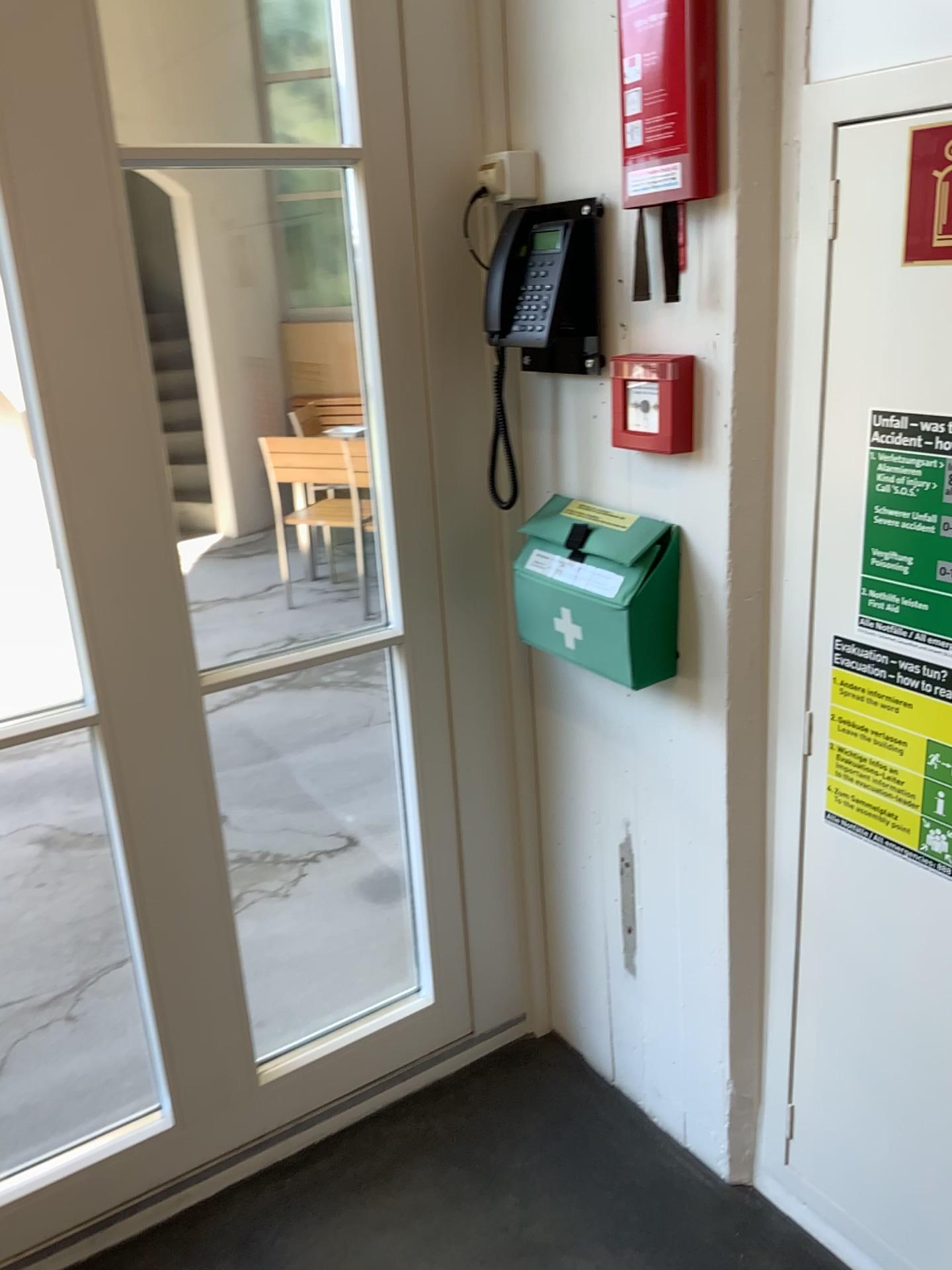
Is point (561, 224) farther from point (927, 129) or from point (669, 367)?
point (927, 129)

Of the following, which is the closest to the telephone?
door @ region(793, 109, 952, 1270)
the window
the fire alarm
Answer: the fire alarm

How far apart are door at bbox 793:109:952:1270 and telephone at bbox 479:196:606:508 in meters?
0.4

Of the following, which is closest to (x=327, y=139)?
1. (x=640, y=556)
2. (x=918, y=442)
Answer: (x=640, y=556)

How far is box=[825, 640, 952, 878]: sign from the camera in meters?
1.3 m

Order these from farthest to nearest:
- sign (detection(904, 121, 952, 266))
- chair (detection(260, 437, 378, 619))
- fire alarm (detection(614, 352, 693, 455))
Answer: chair (detection(260, 437, 378, 619)), fire alarm (detection(614, 352, 693, 455)), sign (detection(904, 121, 952, 266))

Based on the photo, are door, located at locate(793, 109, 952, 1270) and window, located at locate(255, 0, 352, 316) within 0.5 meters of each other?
no

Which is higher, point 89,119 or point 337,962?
point 89,119

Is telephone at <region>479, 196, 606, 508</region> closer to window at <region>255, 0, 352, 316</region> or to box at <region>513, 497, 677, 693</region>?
box at <region>513, 497, 677, 693</region>

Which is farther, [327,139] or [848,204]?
[327,139]
